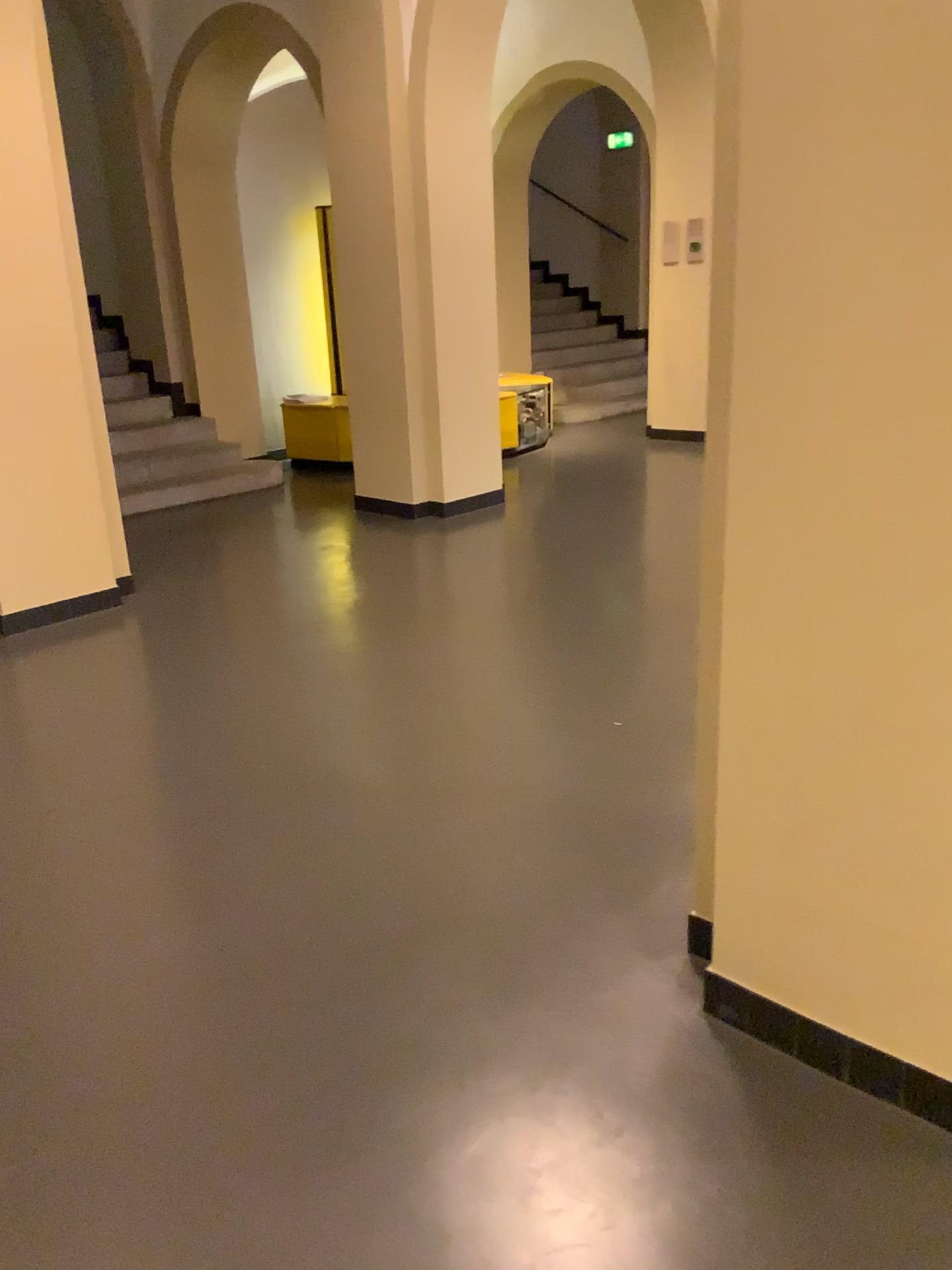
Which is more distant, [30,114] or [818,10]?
[30,114]

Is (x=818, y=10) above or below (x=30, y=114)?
below

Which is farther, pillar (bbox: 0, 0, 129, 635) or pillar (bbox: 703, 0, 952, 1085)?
pillar (bbox: 0, 0, 129, 635)

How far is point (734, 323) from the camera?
1.76m
